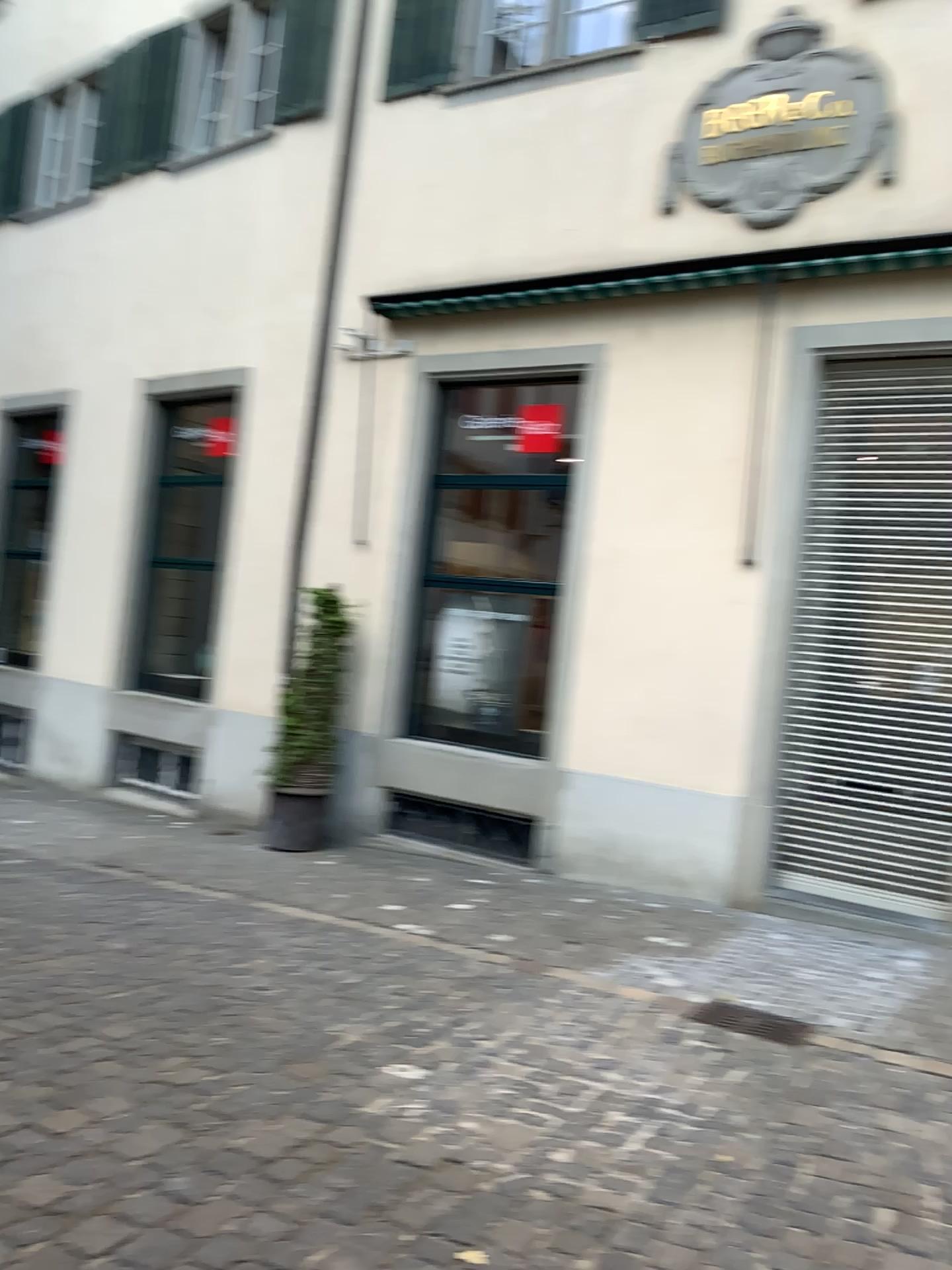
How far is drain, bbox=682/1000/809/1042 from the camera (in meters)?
4.74

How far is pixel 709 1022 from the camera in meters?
4.7 m

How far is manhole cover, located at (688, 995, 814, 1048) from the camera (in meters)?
4.74

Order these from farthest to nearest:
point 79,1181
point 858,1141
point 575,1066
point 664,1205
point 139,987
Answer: point 139,987, point 575,1066, point 858,1141, point 664,1205, point 79,1181

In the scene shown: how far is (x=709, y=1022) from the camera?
4.7m
